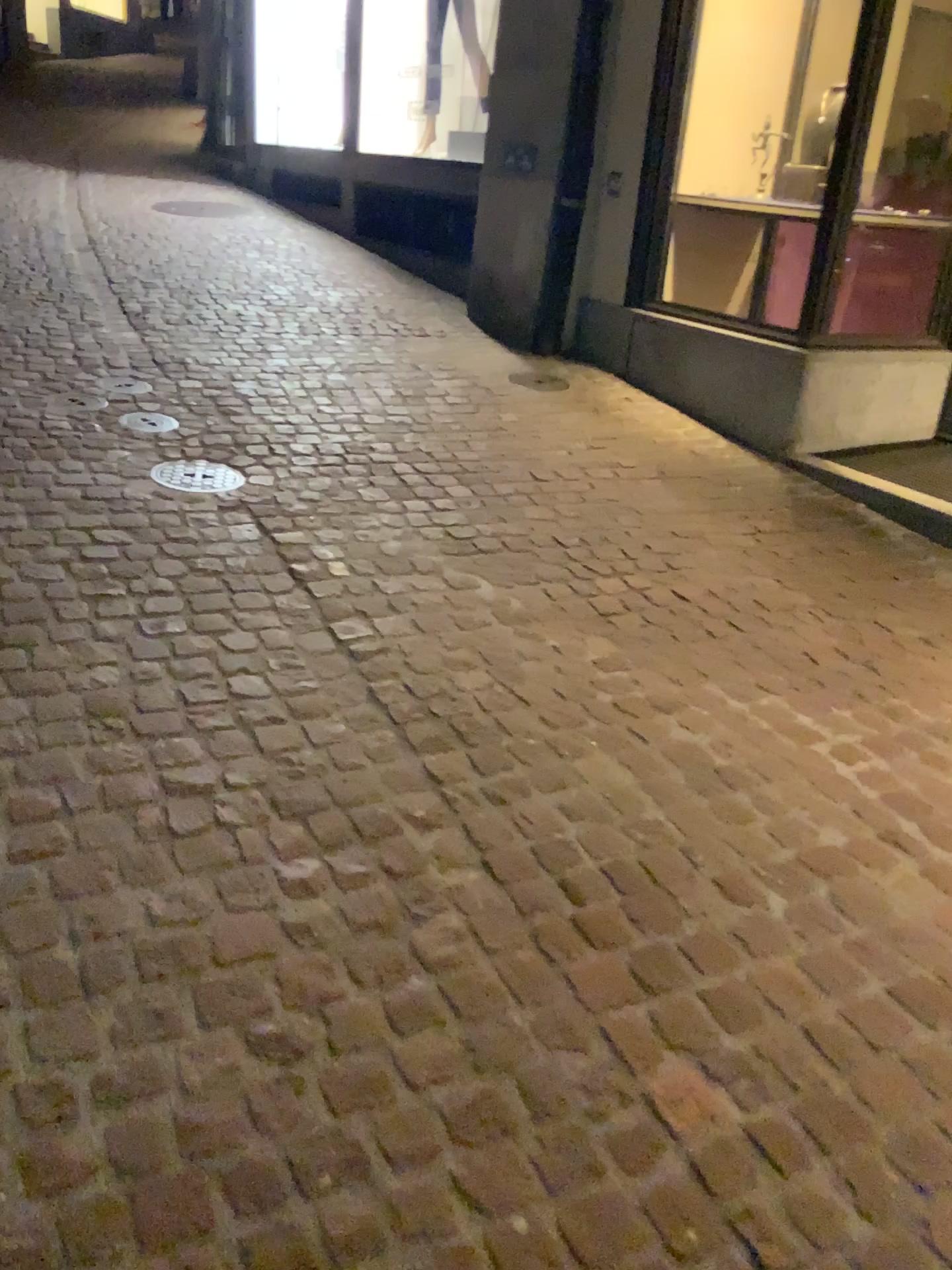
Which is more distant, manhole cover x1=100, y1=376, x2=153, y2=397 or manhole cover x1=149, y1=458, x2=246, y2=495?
manhole cover x1=100, y1=376, x2=153, y2=397

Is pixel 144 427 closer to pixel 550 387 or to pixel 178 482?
pixel 178 482

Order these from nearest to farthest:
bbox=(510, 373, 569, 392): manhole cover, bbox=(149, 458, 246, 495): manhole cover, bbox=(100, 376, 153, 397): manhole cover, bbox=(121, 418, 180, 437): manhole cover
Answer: bbox=(149, 458, 246, 495): manhole cover
bbox=(121, 418, 180, 437): manhole cover
bbox=(100, 376, 153, 397): manhole cover
bbox=(510, 373, 569, 392): manhole cover

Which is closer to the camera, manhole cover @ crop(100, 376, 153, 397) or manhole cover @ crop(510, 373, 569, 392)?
manhole cover @ crop(100, 376, 153, 397)

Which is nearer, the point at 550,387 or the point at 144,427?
the point at 144,427

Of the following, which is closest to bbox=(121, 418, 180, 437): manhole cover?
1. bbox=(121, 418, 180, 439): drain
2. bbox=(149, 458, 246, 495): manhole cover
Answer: bbox=(121, 418, 180, 439): drain

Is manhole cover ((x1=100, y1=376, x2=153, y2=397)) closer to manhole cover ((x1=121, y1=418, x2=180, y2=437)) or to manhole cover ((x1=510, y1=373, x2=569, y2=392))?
manhole cover ((x1=121, y1=418, x2=180, y2=437))

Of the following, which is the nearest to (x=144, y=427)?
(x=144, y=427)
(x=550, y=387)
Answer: (x=144, y=427)

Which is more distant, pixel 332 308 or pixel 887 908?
pixel 332 308

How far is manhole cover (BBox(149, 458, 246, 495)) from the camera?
3.38m
